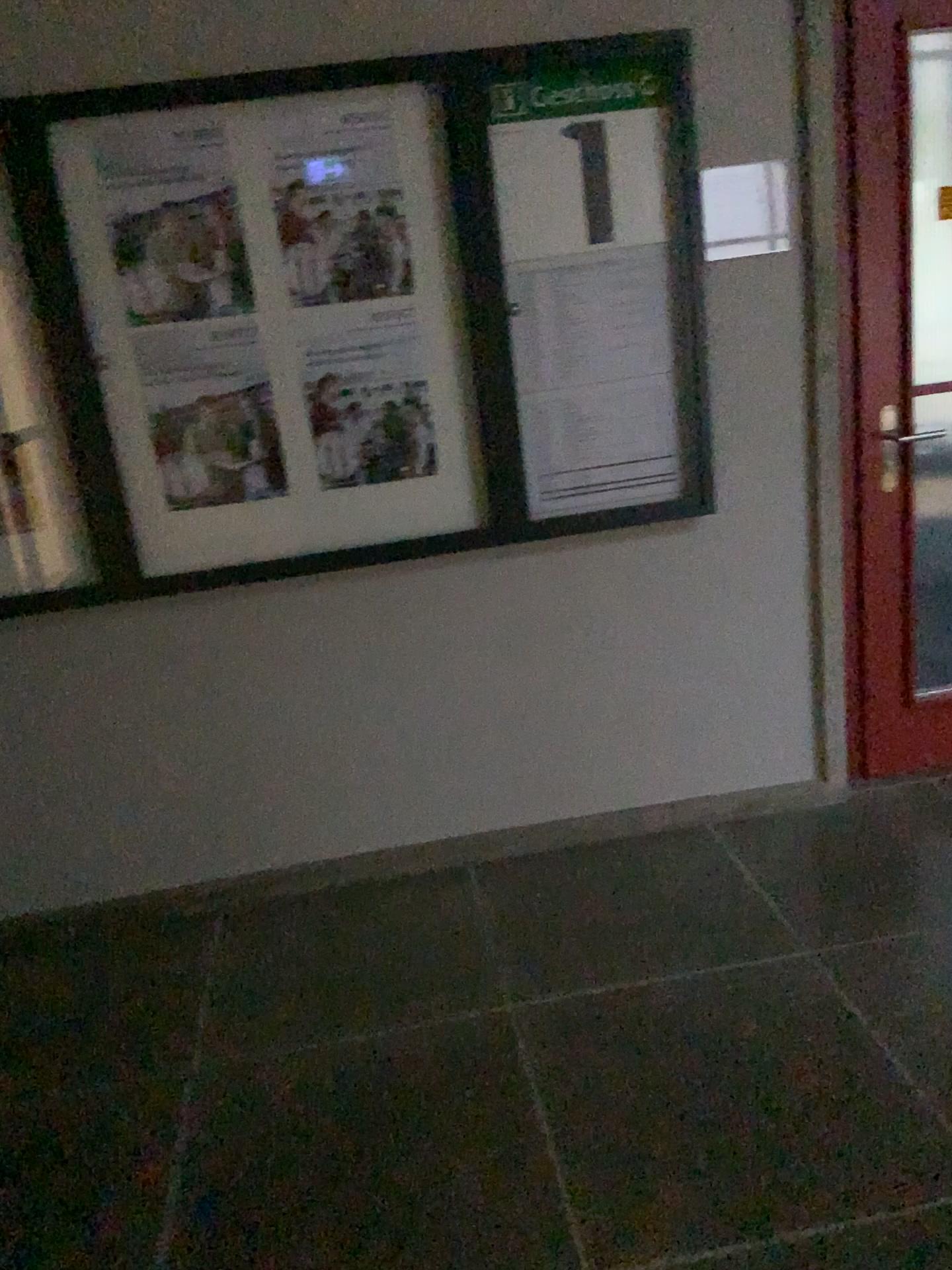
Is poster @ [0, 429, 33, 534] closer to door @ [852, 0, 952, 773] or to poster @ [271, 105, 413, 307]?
poster @ [271, 105, 413, 307]

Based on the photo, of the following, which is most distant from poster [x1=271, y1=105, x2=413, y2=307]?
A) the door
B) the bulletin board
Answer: the door

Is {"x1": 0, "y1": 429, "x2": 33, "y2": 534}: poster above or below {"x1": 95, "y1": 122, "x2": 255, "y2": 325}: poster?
below

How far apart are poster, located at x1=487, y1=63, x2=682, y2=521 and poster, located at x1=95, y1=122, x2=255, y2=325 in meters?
0.6

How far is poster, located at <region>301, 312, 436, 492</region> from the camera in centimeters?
253cm

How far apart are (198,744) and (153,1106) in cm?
93

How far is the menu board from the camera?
2.38m

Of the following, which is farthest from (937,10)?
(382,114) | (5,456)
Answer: (5,456)

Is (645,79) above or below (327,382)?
above

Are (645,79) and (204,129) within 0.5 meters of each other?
no
